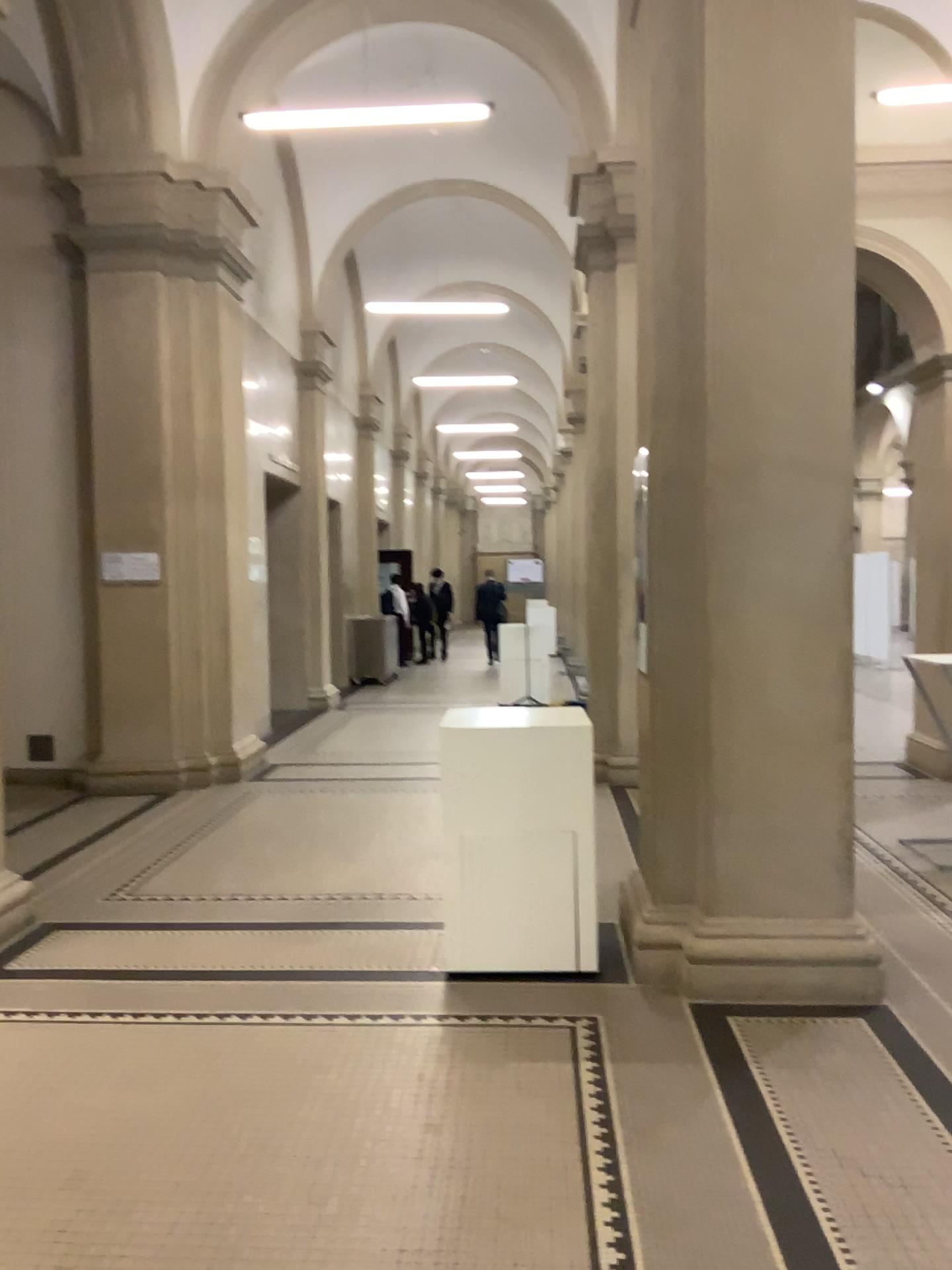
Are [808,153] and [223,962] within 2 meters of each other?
no

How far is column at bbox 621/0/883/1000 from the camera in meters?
3.8 m

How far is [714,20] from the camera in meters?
3.8
